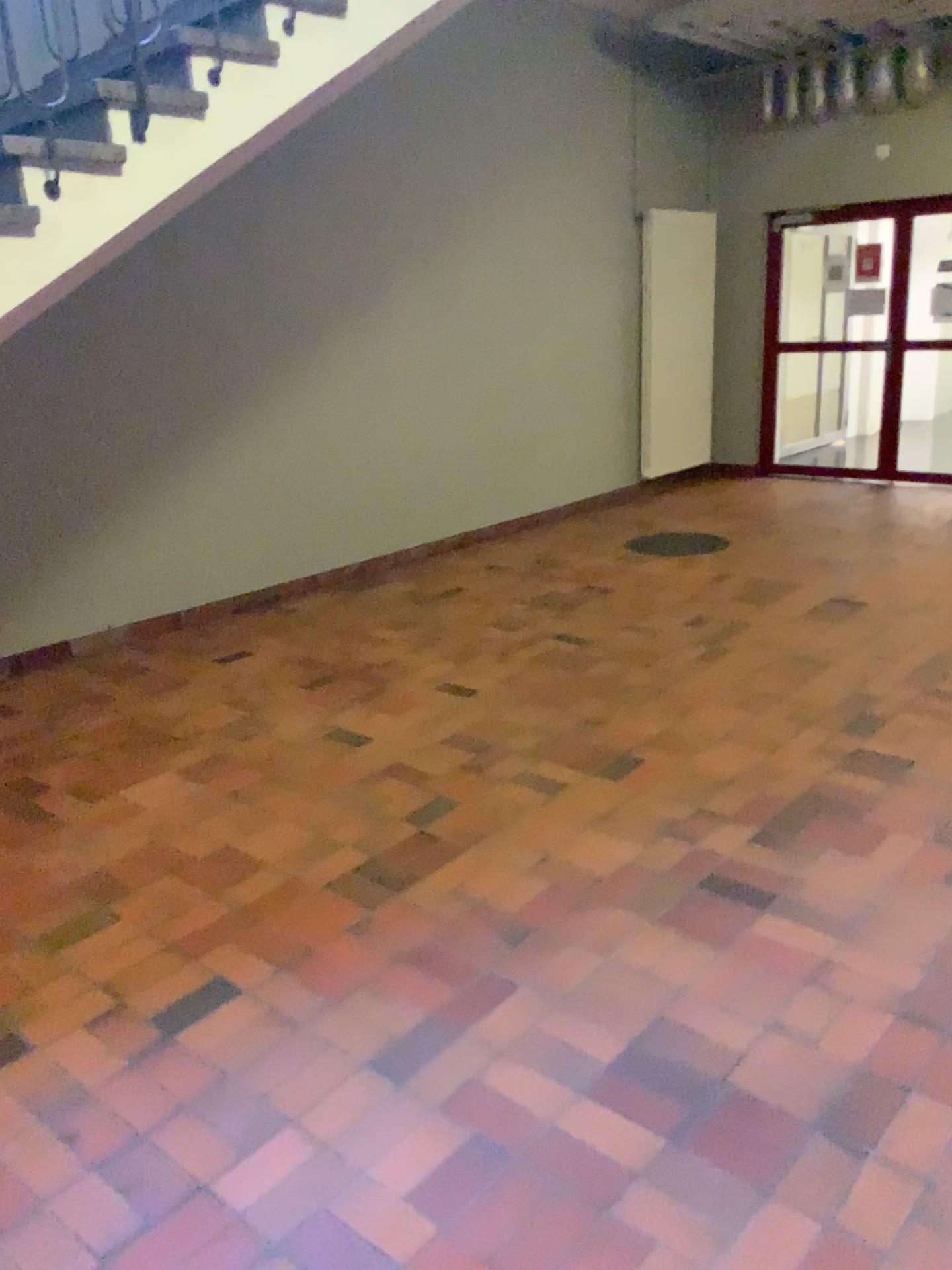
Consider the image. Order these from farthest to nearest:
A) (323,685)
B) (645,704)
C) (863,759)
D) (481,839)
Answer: (323,685), (645,704), (863,759), (481,839)
